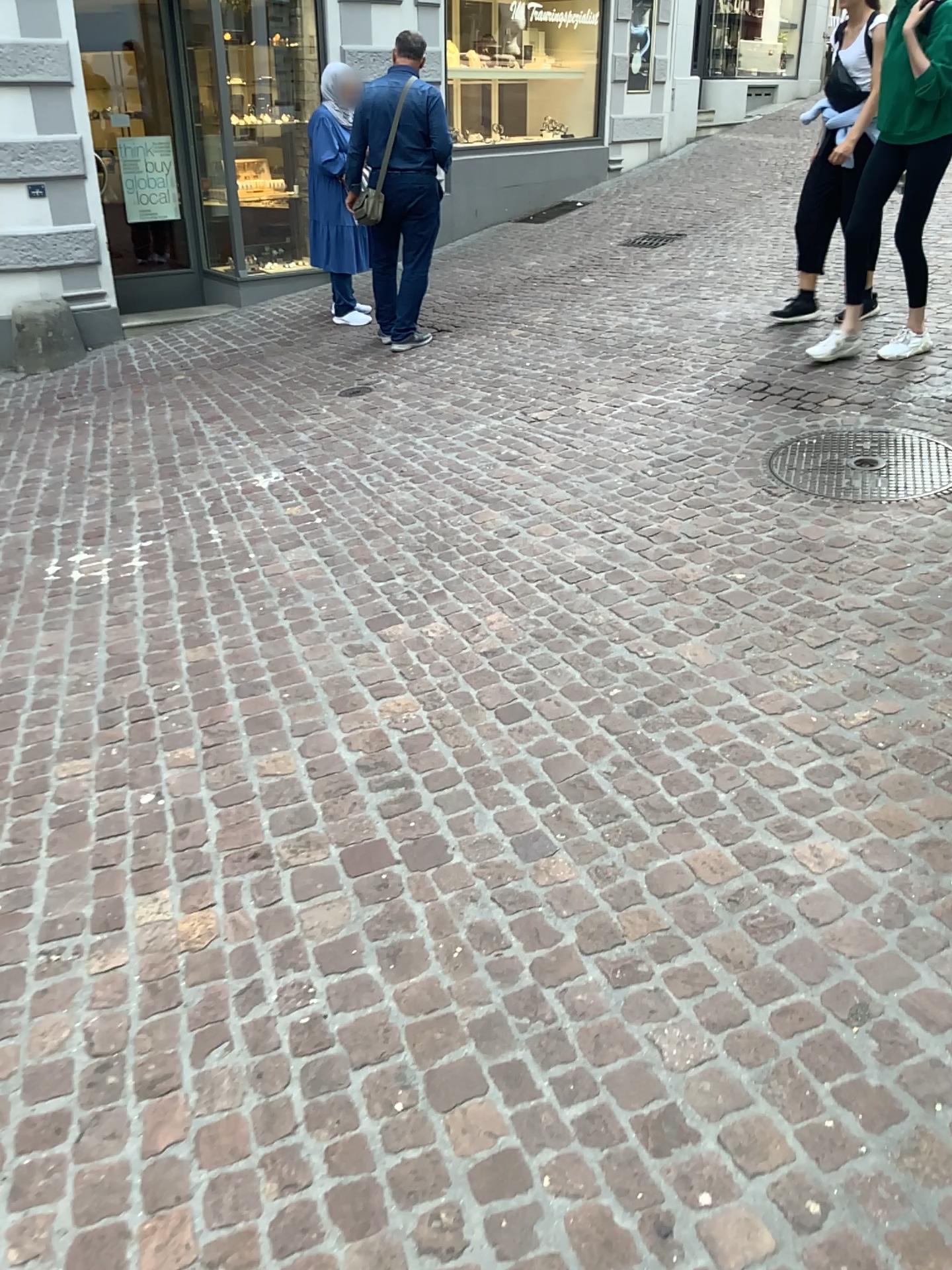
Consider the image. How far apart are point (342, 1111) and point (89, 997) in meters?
0.6
